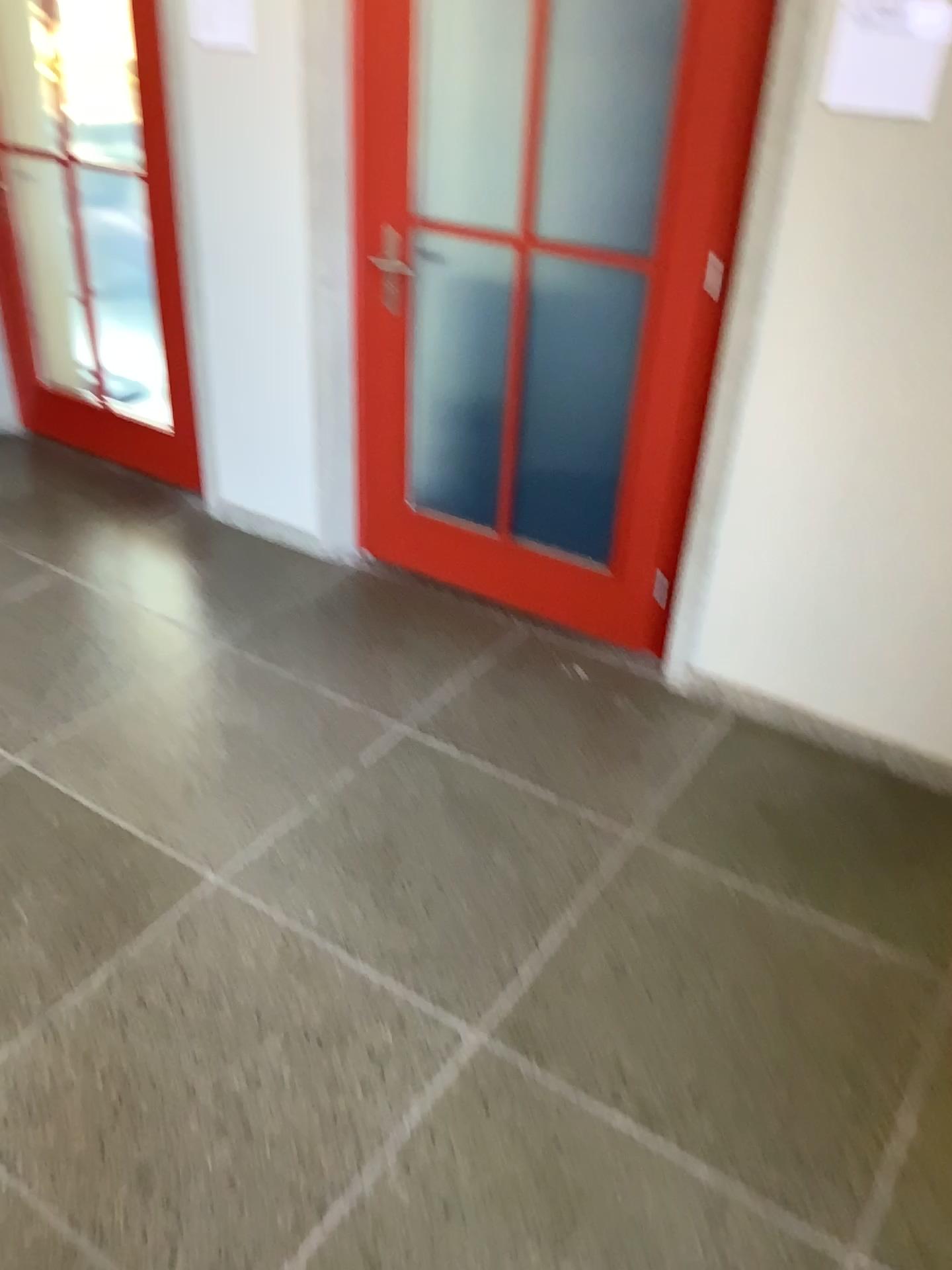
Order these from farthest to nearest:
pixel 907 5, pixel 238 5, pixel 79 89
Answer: pixel 79 89
pixel 238 5
pixel 907 5

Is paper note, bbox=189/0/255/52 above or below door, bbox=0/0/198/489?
above

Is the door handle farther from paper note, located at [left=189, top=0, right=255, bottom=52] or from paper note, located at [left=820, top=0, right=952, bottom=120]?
paper note, located at [left=820, top=0, right=952, bottom=120]

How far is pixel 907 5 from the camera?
2.07m

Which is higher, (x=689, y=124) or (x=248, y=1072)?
(x=689, y=124)

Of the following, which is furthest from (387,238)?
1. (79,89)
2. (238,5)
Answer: (79,89)

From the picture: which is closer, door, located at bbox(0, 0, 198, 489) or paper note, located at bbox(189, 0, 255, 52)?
paper note, located at bbox(189, 0, 255, 52)

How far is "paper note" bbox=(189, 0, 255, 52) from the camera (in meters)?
2.89

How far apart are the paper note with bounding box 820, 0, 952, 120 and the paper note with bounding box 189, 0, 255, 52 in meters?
1.6 m

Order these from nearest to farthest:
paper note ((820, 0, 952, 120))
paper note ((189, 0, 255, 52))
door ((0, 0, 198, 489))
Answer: paper note ((820, 0, 952, 120))
paper note ((189, 0, 255, 52))
door ((0, 0, 198, 489))
